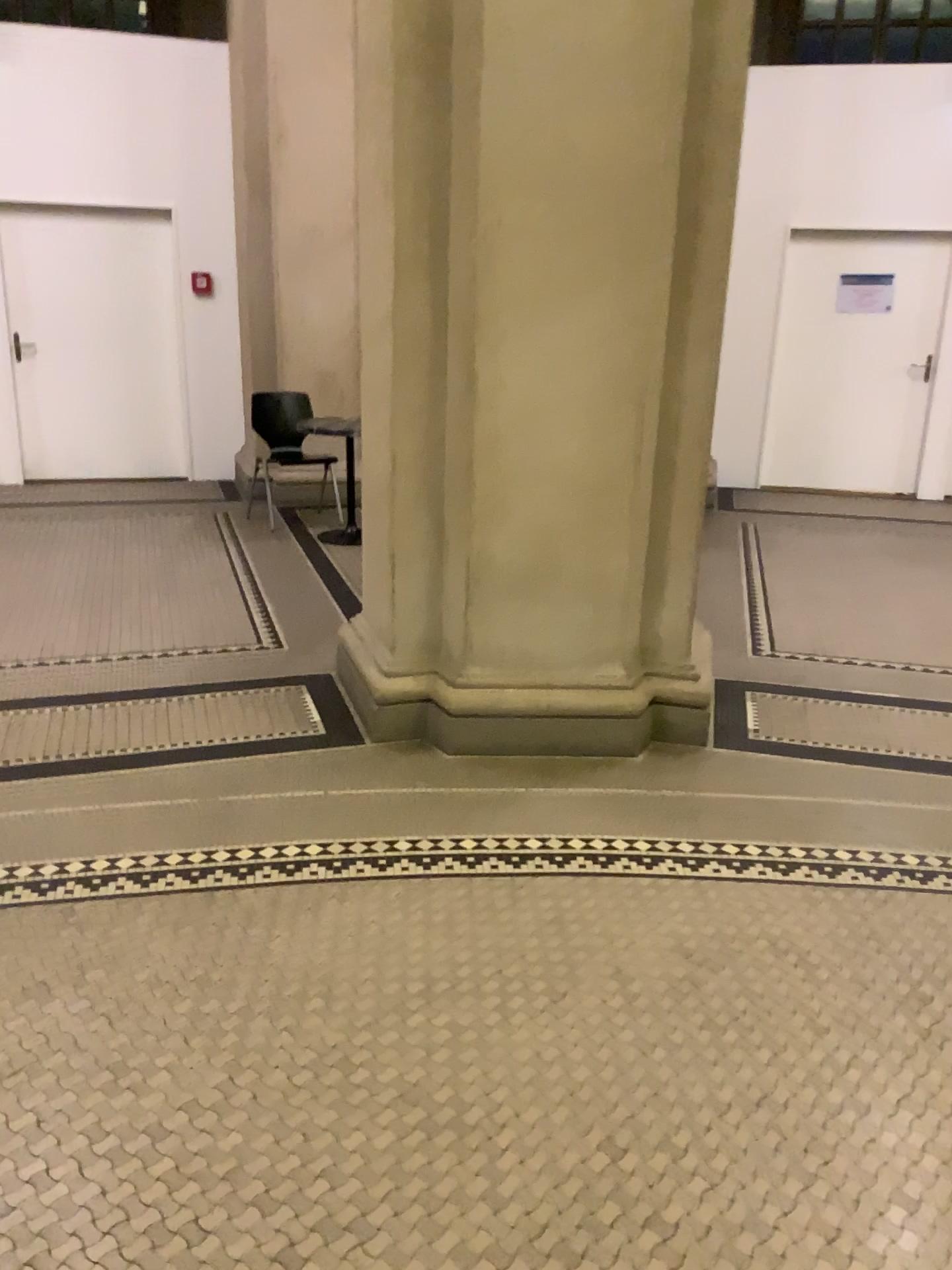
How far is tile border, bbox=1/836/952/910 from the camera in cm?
275

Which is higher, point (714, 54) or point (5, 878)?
point (714, 54)

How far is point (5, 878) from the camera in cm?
Answer: 275

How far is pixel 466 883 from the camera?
2.8m
